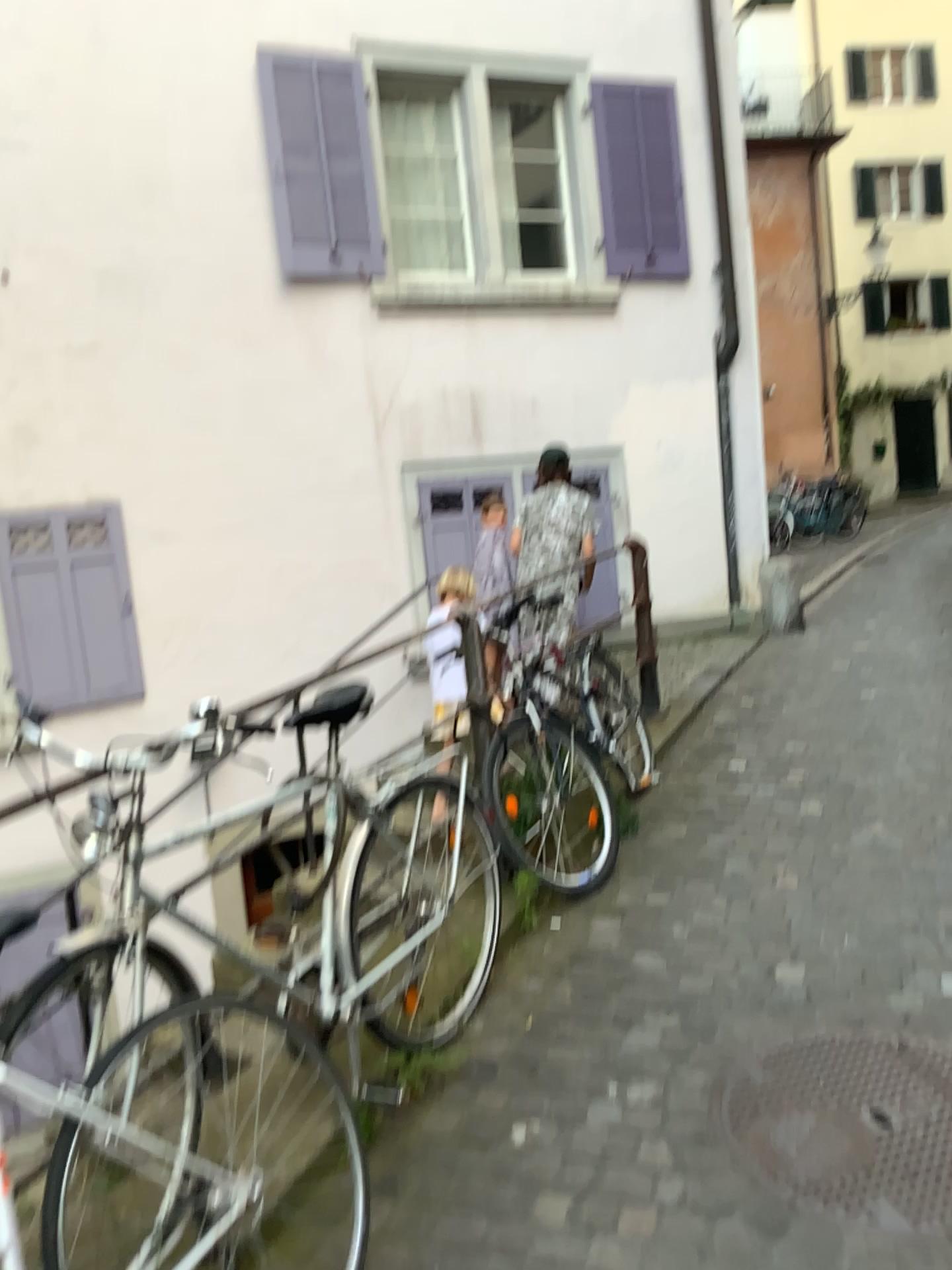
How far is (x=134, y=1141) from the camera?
1.7m
